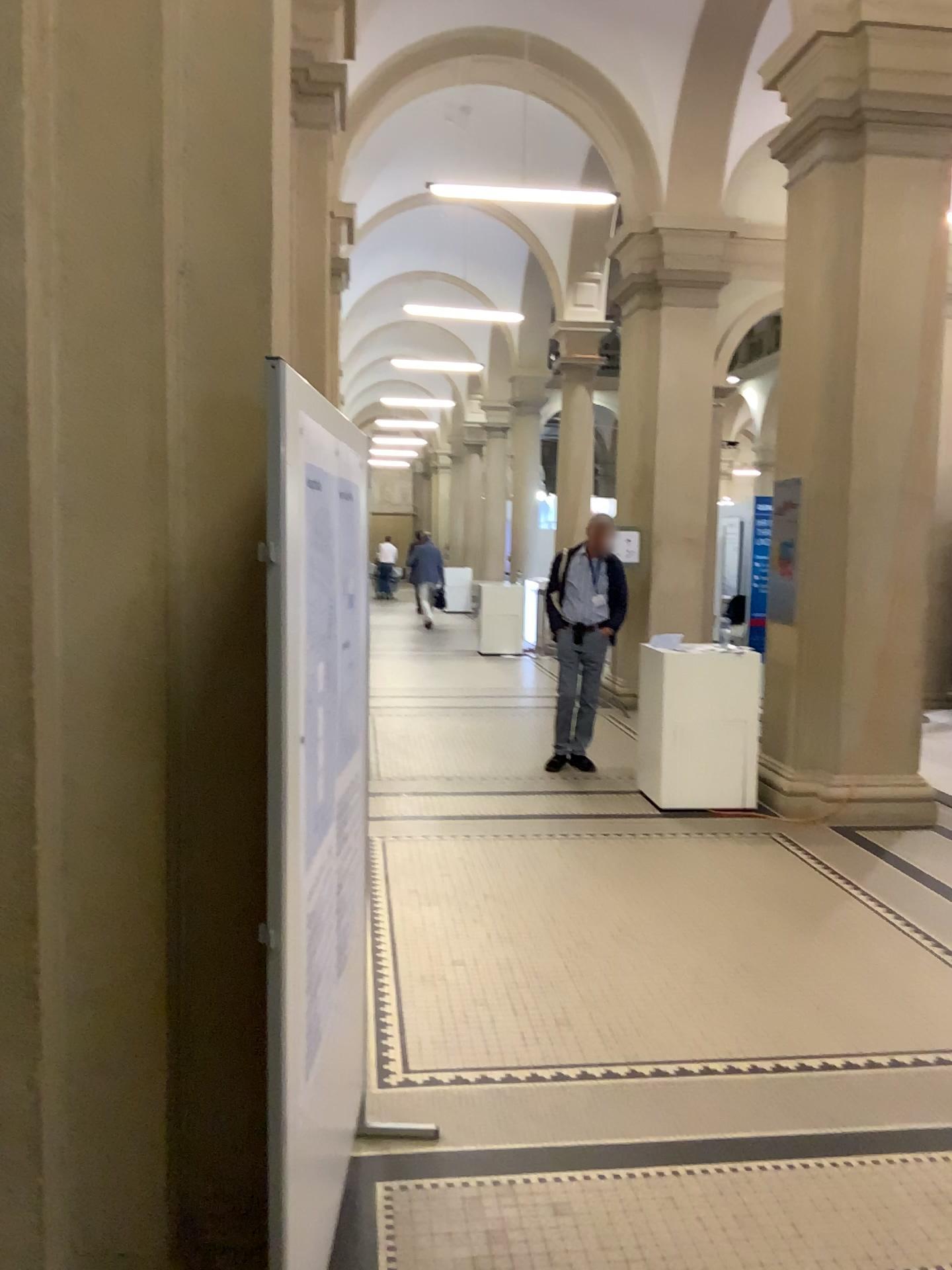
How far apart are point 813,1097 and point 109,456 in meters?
2.7 m
